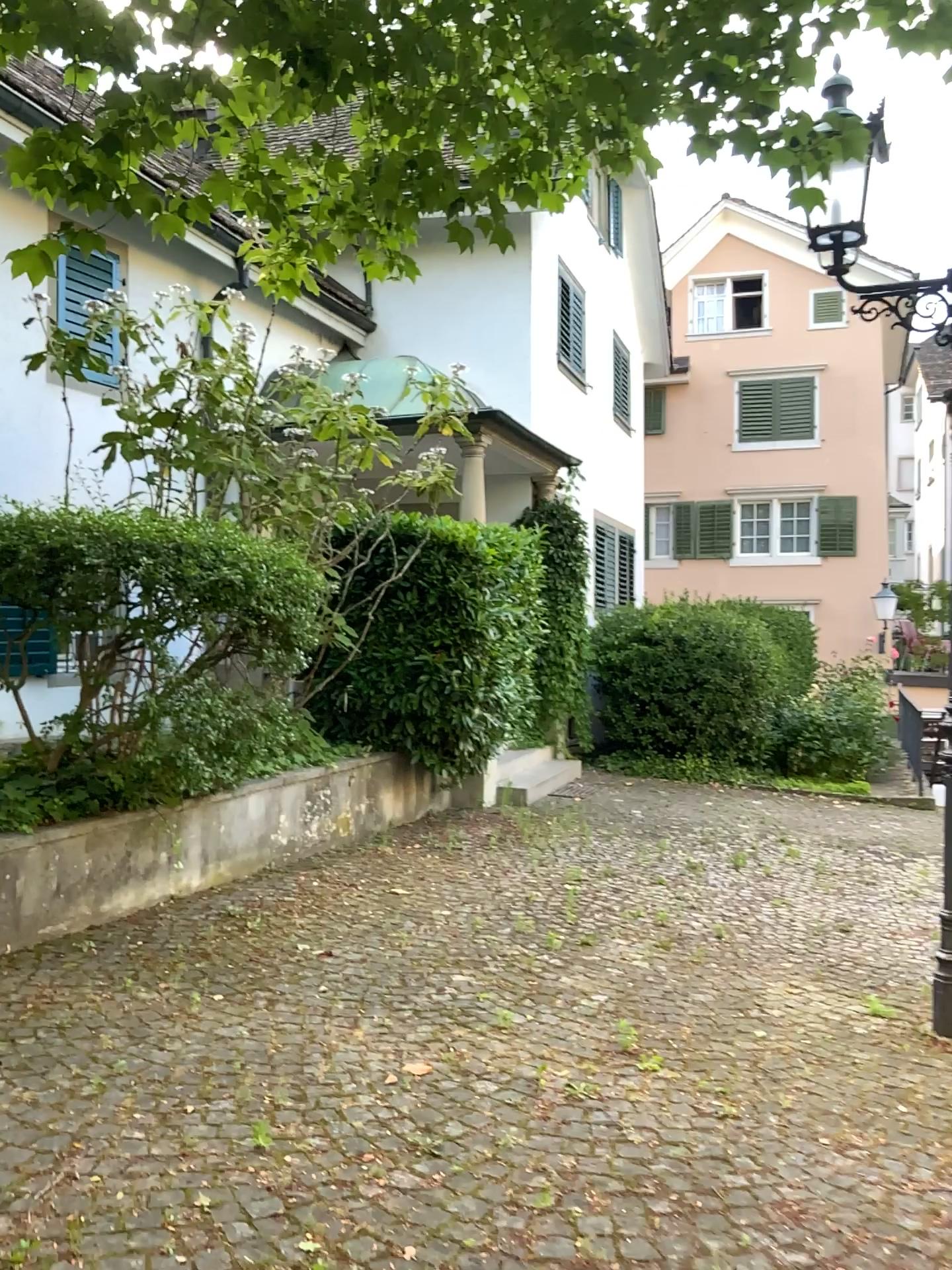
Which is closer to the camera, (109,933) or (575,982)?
(575,982)
